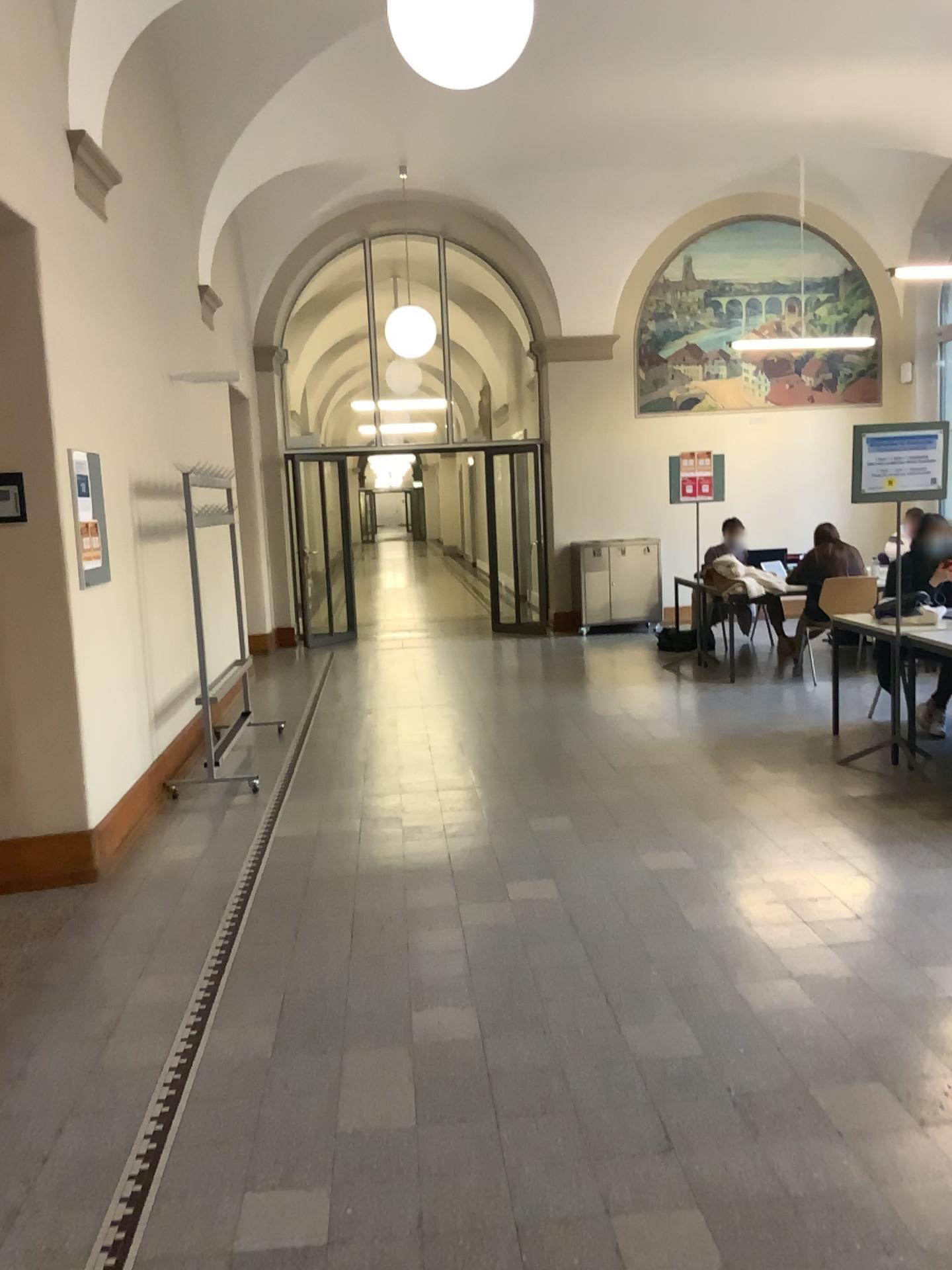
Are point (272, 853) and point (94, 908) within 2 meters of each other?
yes
